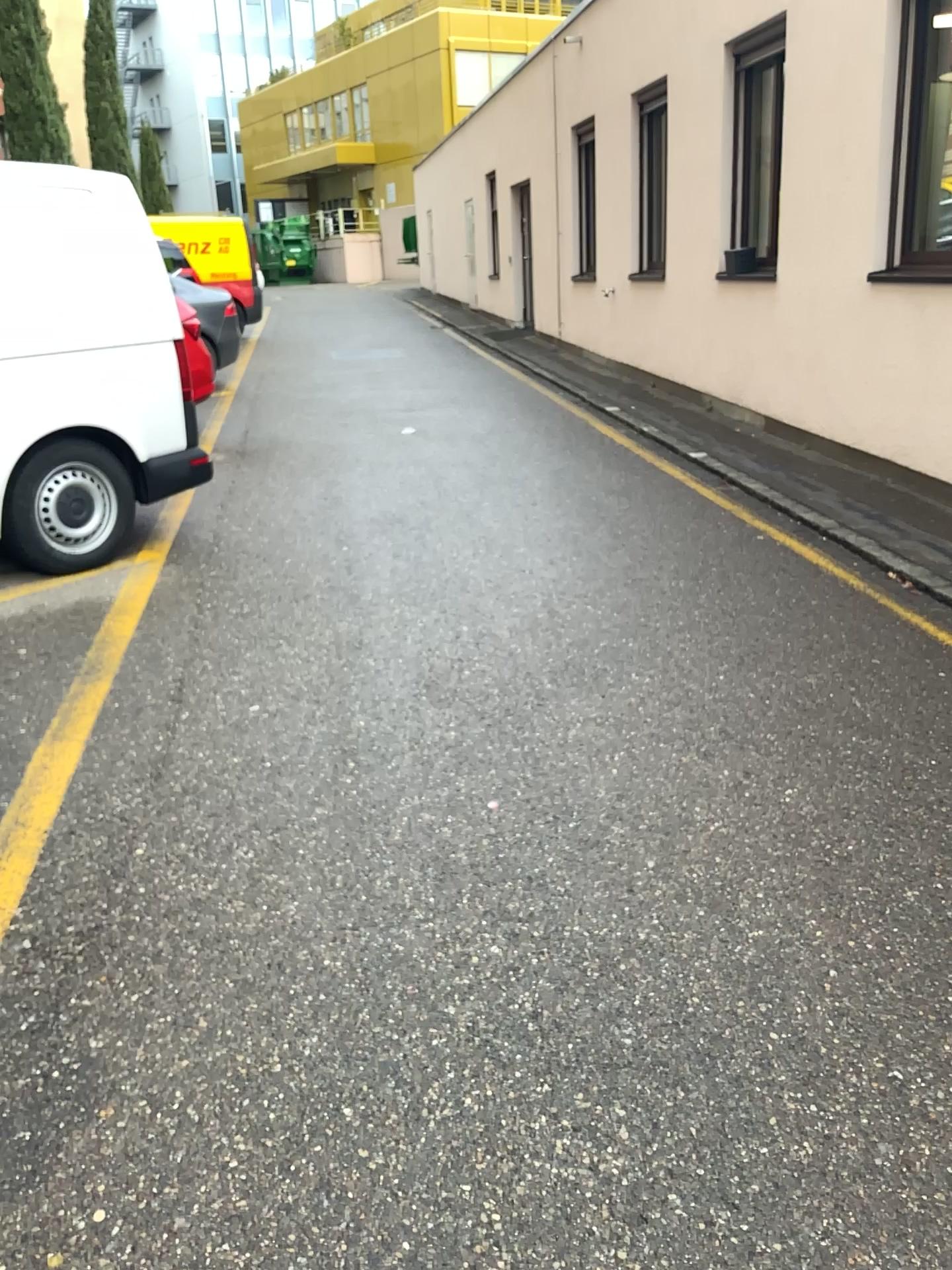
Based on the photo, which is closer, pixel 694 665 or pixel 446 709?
pixel 446 709
